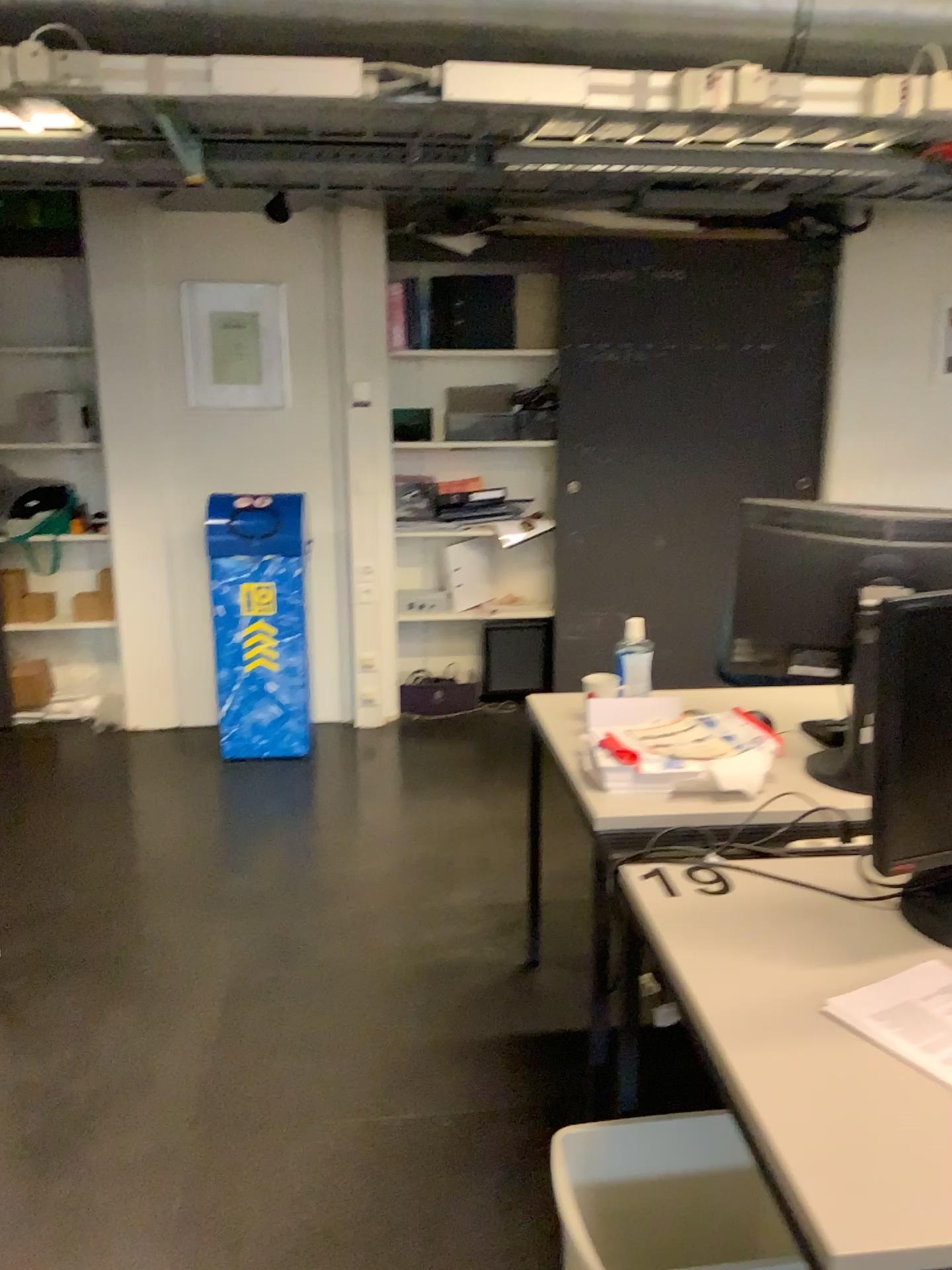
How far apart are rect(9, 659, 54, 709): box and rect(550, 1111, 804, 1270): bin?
3.8 meters

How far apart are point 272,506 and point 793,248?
2.5 meters

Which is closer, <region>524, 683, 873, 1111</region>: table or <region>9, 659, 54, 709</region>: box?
<region>524, 683, 873, 1111</region>: table

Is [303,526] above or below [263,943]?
above

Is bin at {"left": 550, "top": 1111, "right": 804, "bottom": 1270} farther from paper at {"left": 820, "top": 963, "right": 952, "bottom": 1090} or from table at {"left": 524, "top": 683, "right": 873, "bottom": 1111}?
paper at {"left": 820, "top": 963, "right": 952, "bottom": 1090}

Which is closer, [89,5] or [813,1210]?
[813,1210]

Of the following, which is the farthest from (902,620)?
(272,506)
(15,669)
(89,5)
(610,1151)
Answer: (15,669)

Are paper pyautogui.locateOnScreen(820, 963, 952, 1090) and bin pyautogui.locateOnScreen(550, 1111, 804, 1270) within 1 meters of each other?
yes

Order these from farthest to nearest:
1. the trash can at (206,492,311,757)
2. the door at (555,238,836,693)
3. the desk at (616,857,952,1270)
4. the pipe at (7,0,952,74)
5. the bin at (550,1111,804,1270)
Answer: the door at (555,238,836,693) → the trash can at (206,492,311,757) → the pipe at (7,0,952,74) → the bin at (550,1111,804,1270) → the desk at (616,857,952,1270)

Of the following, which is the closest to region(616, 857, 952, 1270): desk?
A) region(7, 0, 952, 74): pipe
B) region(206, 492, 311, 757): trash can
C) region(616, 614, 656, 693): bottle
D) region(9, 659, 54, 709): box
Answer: region(616, 614, 656, 693): bottle
